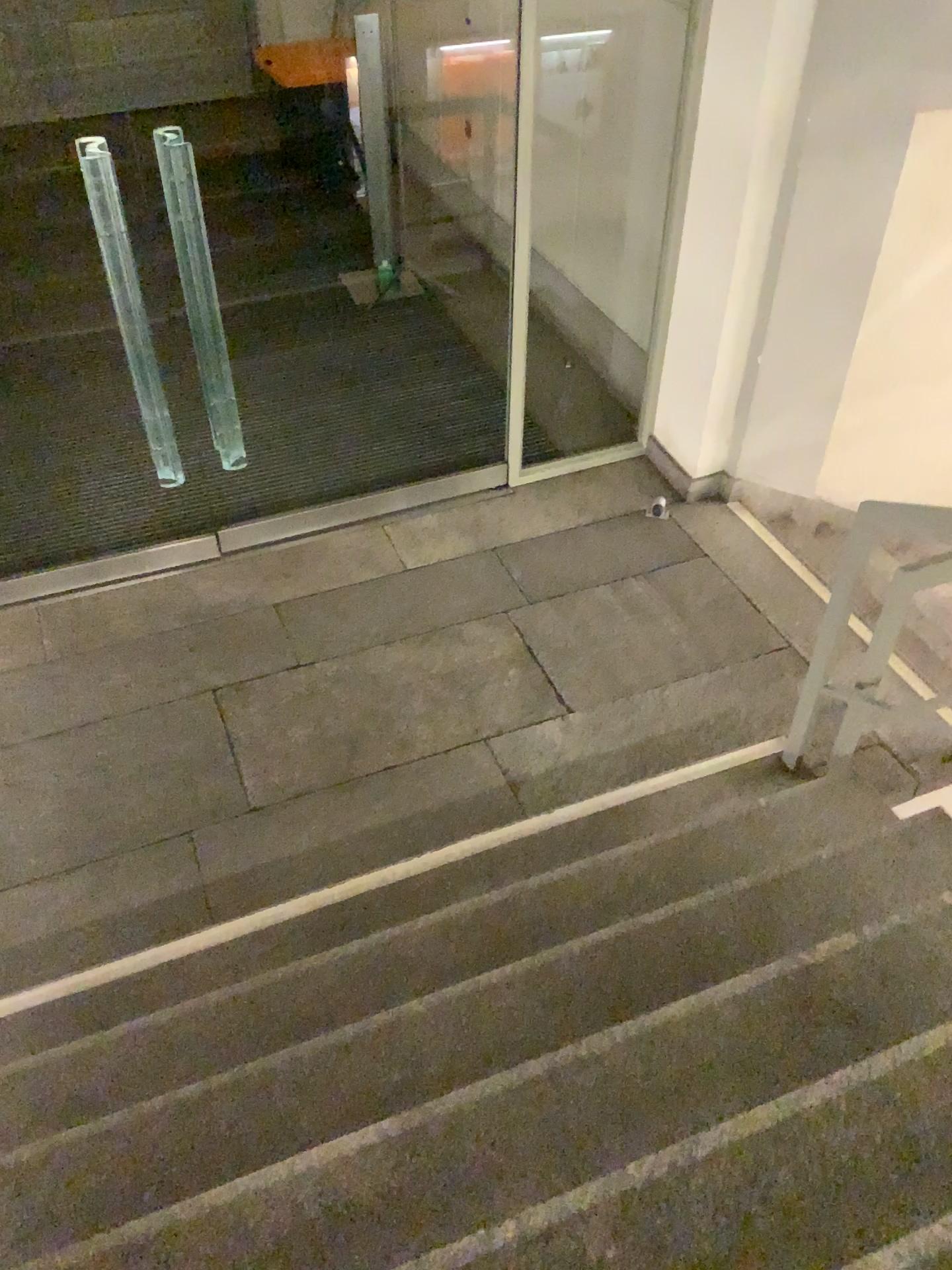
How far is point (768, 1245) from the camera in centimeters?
159cm

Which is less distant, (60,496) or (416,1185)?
(416,1185)

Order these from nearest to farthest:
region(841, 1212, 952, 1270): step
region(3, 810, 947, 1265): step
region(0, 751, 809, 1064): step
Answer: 1. region(841, 1212, 952, 1270): step
2. region(3, 810, 947, 1265): step
3. region(0, 751, 809, 1064): step

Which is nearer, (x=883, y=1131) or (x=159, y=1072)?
(x=883, y=1131)

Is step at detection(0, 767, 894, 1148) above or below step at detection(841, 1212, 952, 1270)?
below

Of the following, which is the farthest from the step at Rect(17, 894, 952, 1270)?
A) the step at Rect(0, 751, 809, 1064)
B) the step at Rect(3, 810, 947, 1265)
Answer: the step at Rect(0, 751, 809, 1064)

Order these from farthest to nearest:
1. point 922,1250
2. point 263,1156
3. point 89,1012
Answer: point 89,1012 → point 263,1156 → point 922,1250

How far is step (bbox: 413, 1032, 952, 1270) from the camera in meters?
1.6 m

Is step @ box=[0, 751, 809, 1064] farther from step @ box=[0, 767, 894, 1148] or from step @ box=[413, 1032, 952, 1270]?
step @ box=[413, 1032, 952, 1270]

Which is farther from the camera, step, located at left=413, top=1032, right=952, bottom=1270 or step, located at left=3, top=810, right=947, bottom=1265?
step, located at left=3, top=810, right=947, bottom=1265
